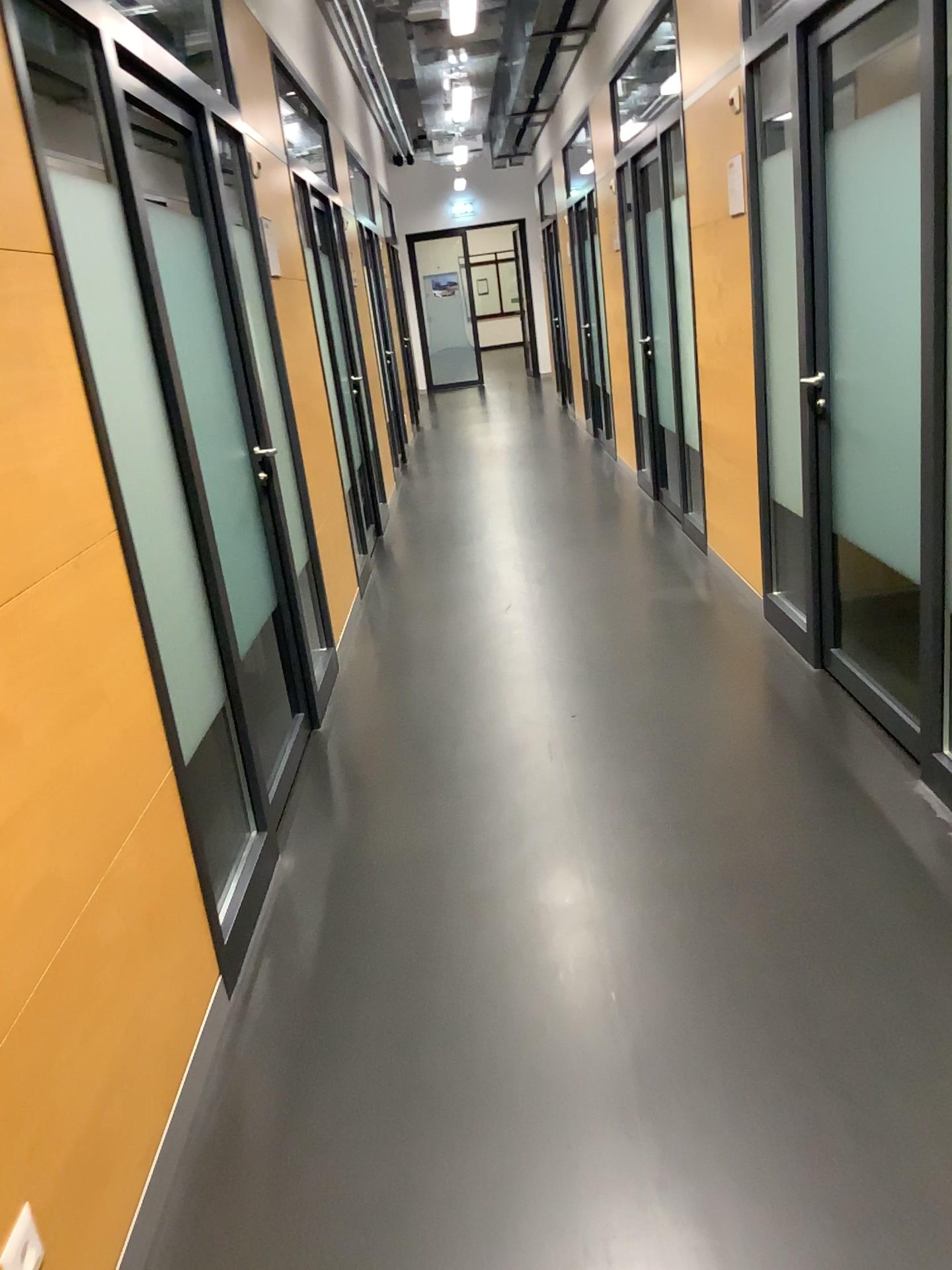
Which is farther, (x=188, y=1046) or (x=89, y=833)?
(x=188, y=1046)
